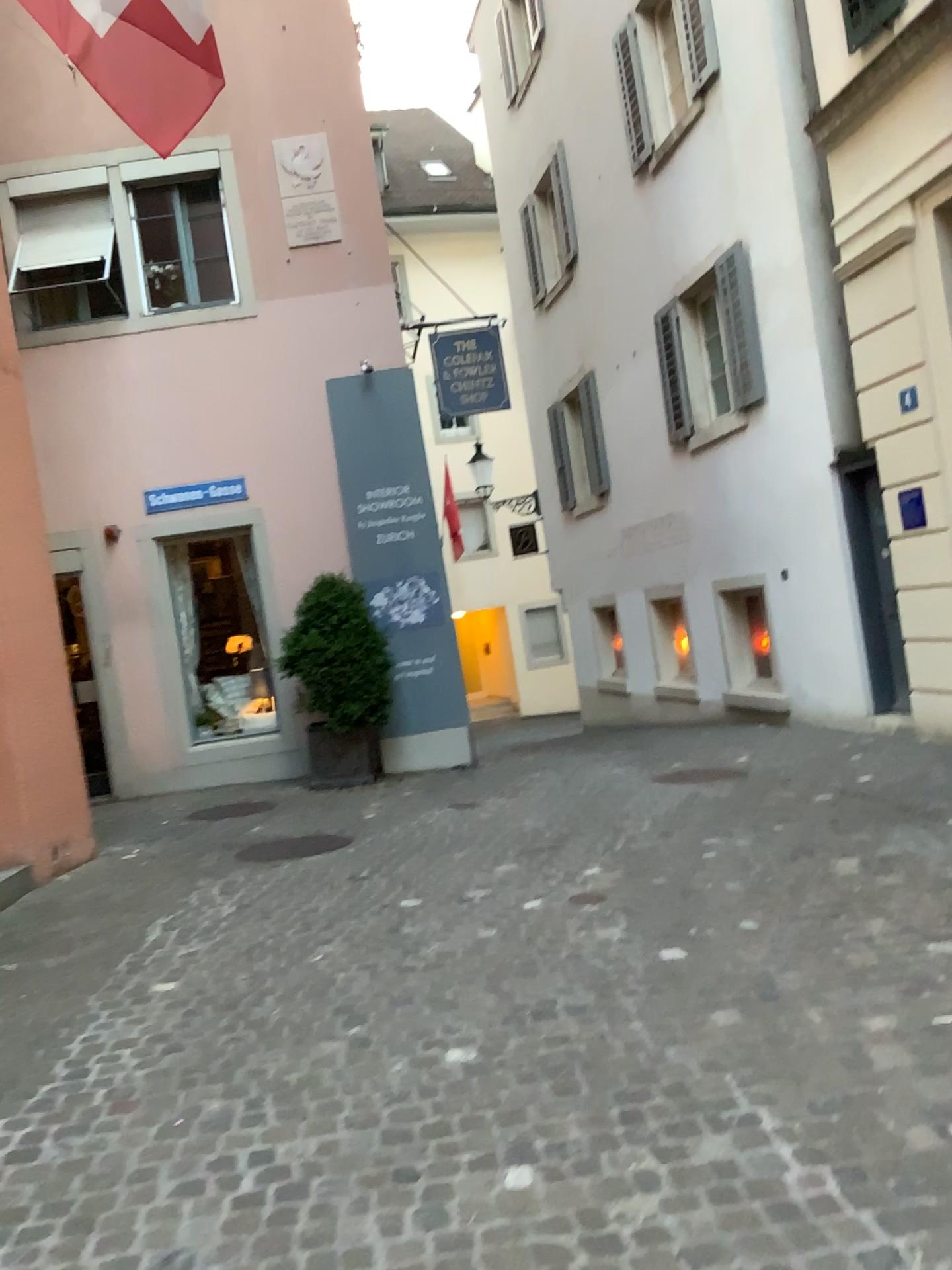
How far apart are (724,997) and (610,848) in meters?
2.3
